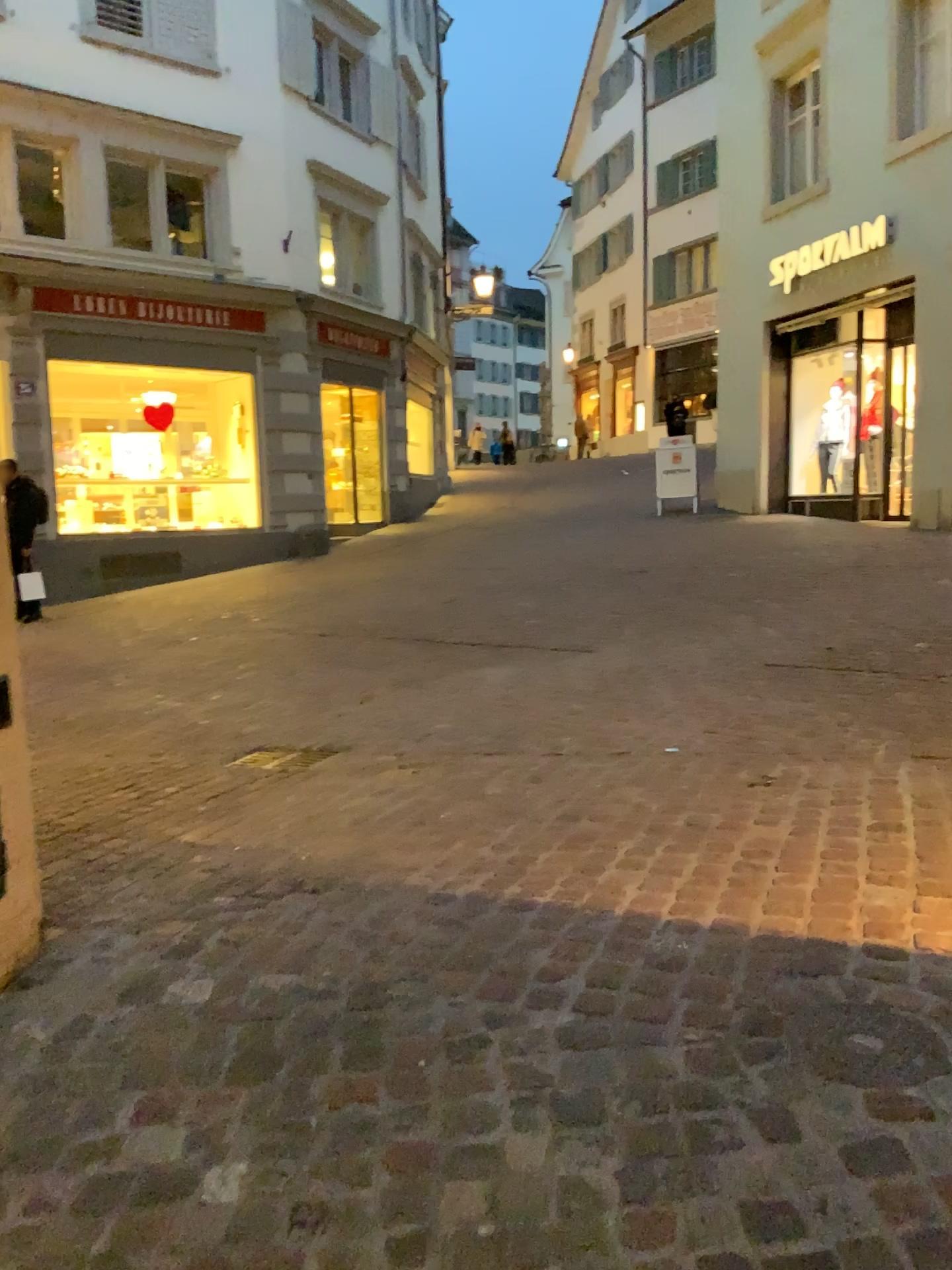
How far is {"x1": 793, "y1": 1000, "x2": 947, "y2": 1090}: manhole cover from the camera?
1.97m

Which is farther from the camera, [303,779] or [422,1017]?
[303,779]

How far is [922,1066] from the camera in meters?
2.0
